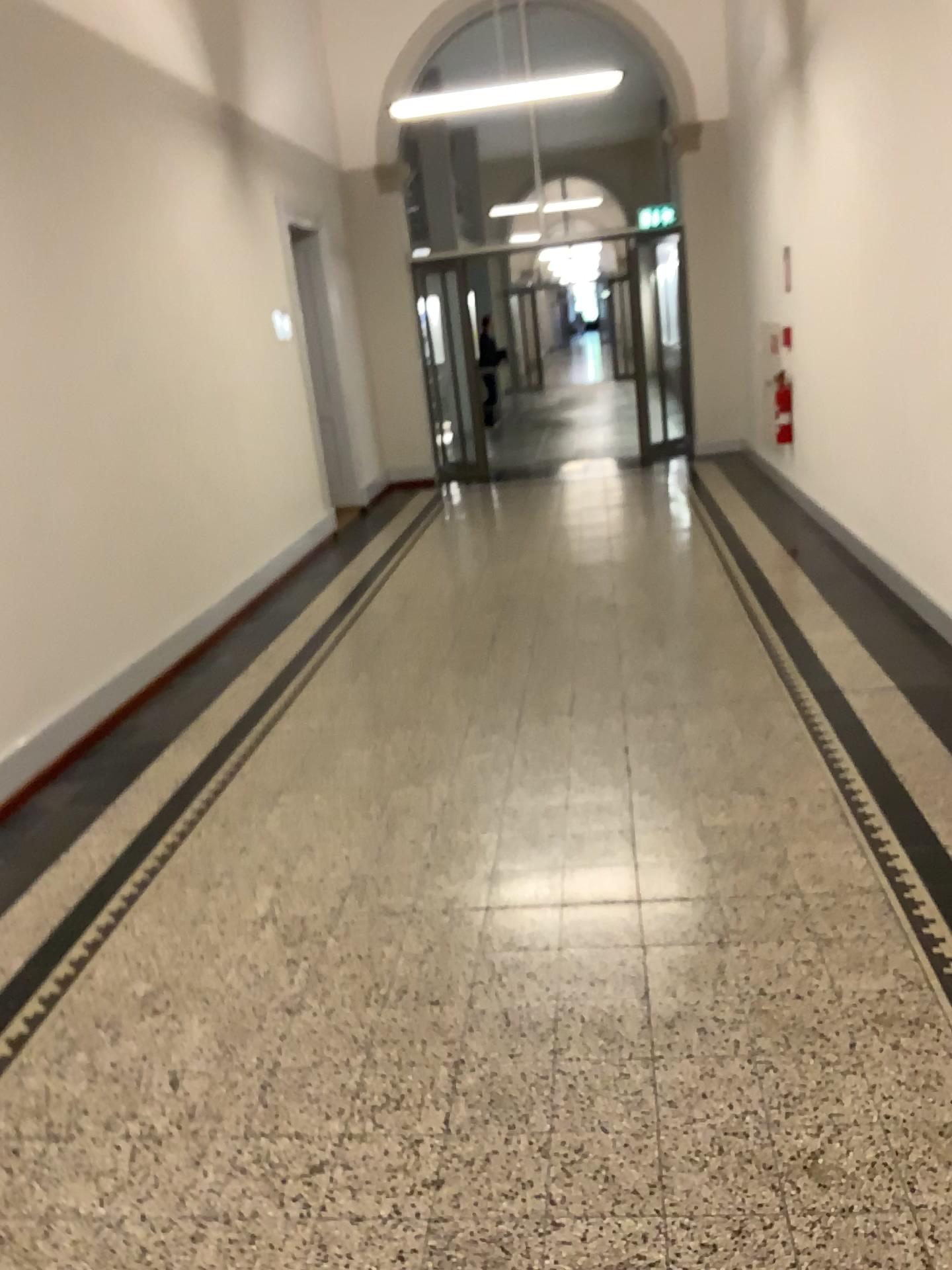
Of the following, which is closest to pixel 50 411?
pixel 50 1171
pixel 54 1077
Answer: pixel 54 1077
